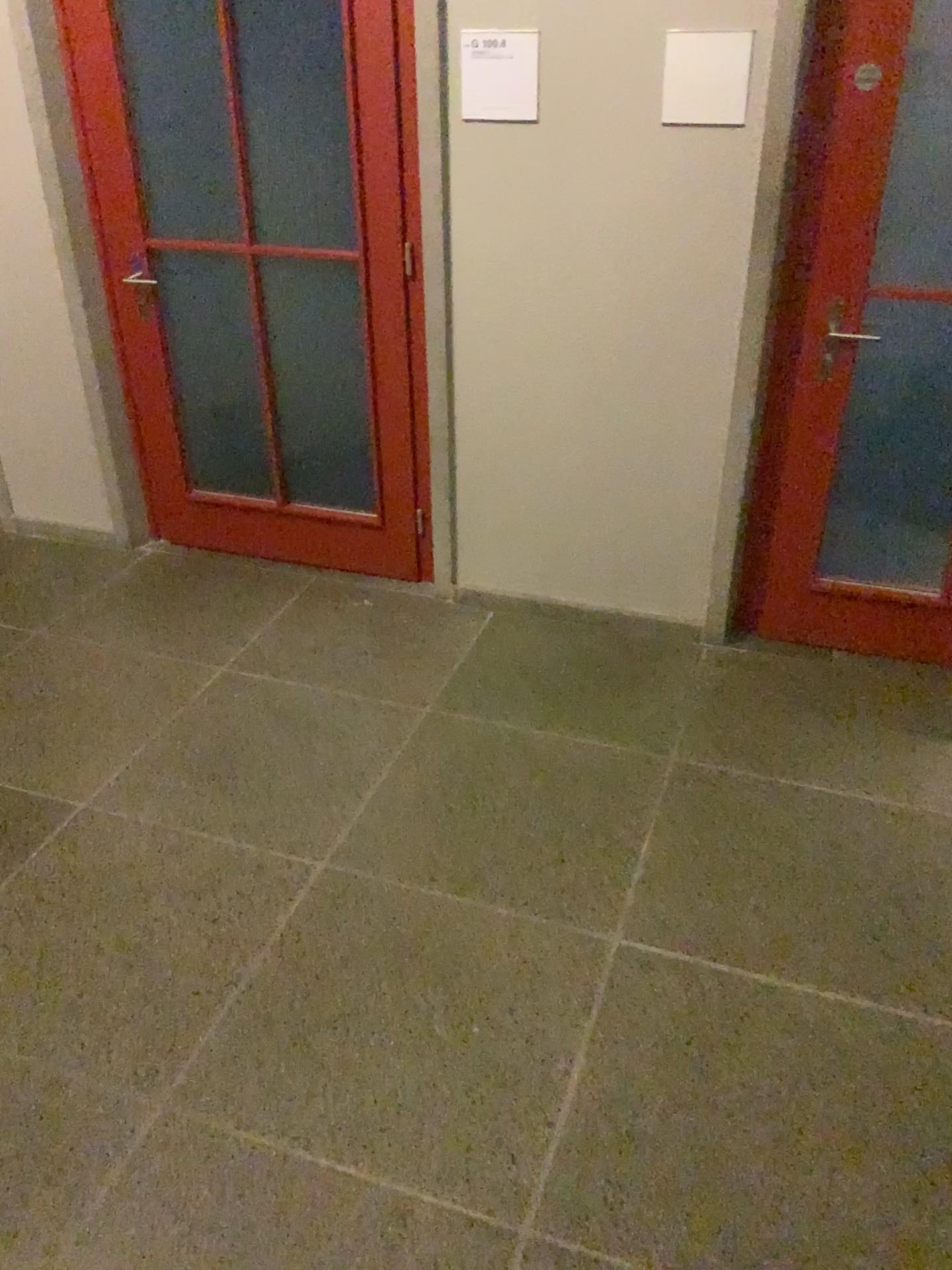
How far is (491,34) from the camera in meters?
2.8

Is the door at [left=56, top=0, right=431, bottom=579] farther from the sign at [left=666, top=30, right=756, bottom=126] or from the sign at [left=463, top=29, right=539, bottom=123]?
the sign at [left=666, top=30, right=756, bottom=126]

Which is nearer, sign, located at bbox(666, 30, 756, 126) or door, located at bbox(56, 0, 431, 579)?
sign, located at bbox(666, 30, 756, 126)

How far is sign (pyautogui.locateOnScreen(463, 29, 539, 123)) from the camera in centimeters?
275cm

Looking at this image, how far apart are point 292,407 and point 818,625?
1.9m

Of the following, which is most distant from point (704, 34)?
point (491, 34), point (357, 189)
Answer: point (357, 189)

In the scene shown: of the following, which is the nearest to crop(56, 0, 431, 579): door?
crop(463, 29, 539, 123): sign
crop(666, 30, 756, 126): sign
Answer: crop(463, 29, 539, 123): sign

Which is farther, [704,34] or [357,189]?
[357,189]
